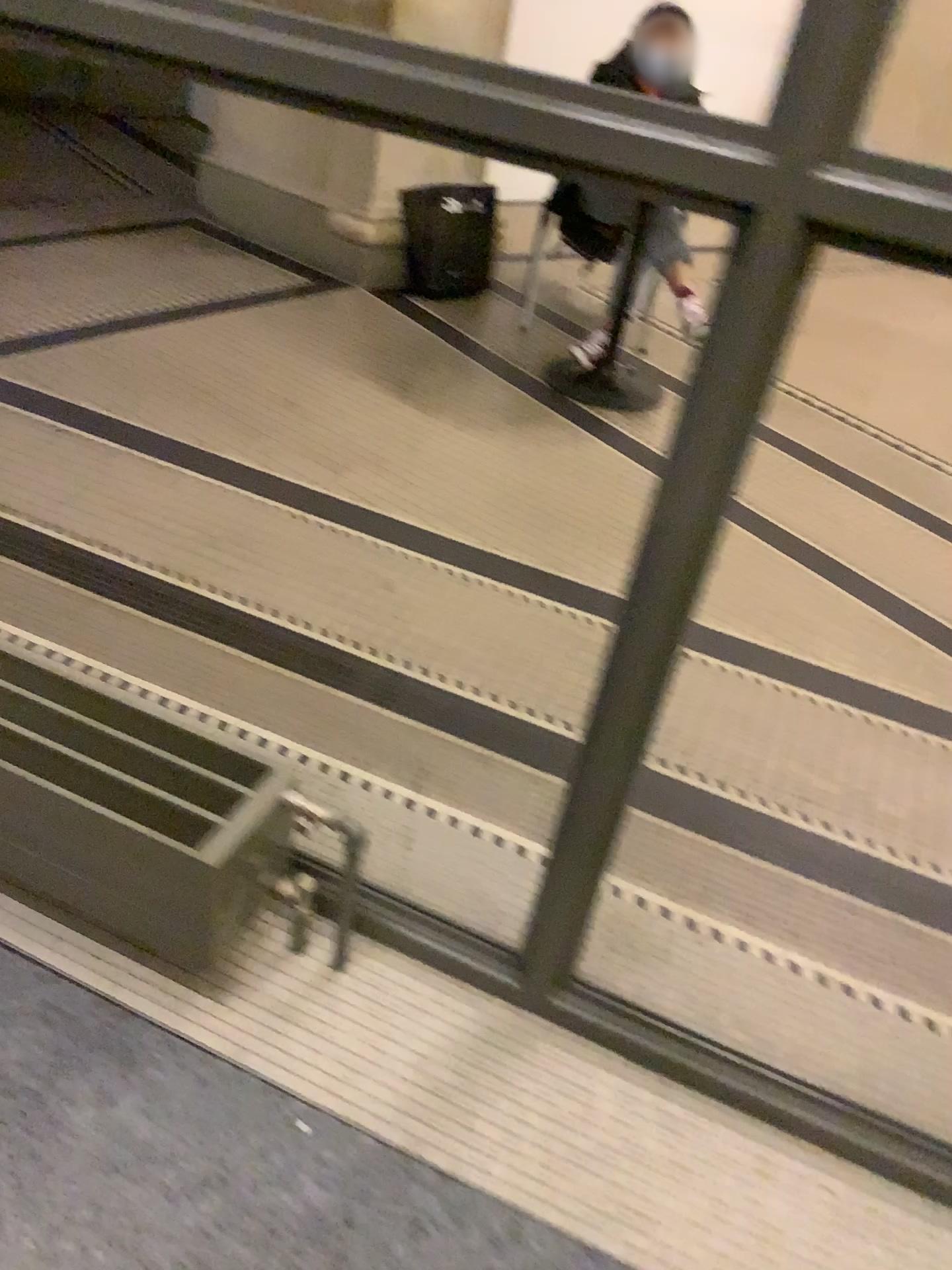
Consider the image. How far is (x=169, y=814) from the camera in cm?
133

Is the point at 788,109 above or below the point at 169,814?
above

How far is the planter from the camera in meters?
1.3 m

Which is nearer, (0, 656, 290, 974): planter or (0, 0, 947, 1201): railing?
(0, 0, 947, 1201): railing

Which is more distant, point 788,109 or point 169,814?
point 169,814

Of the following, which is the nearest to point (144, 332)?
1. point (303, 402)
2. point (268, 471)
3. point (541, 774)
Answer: point (303, 402)
